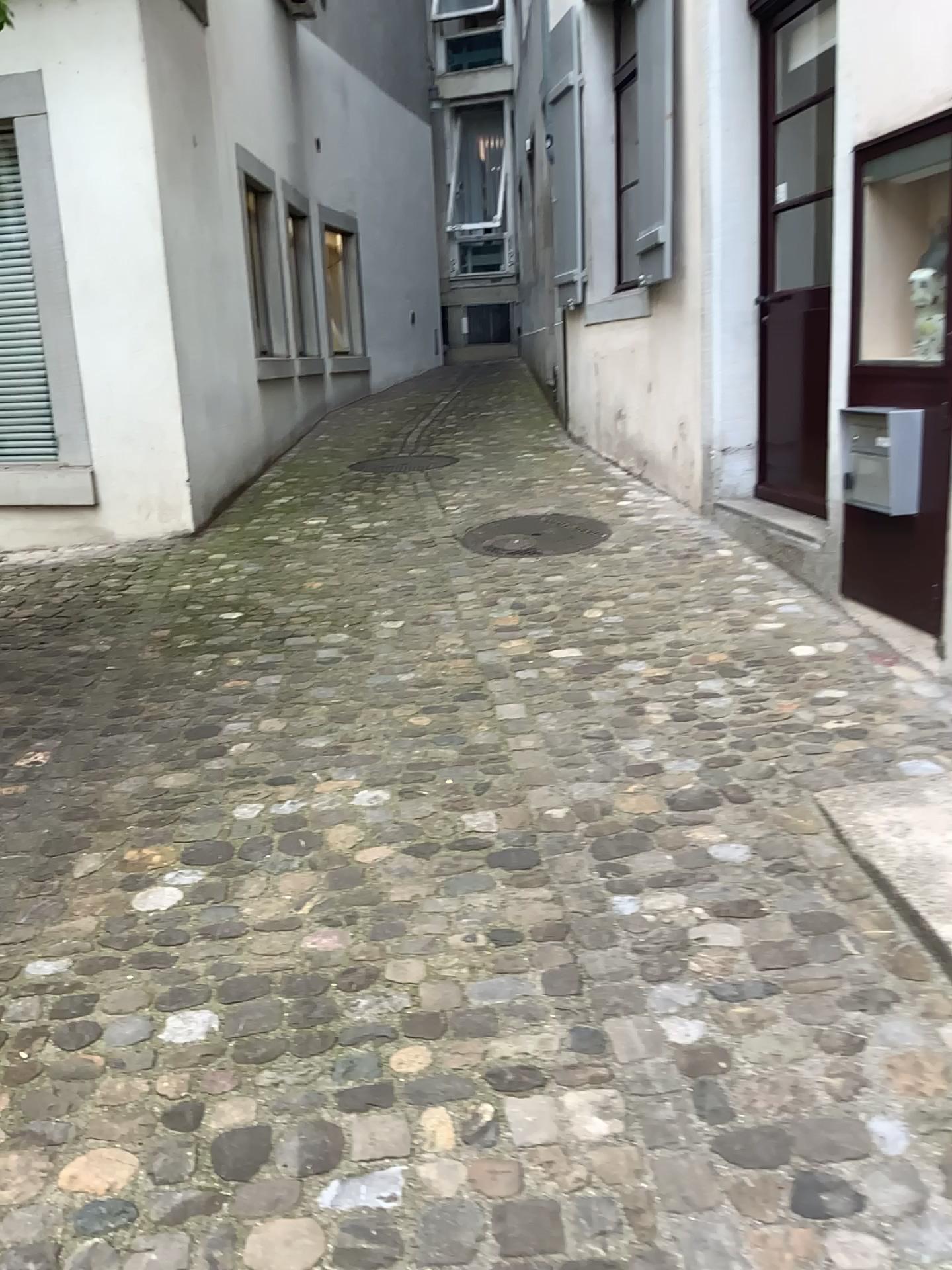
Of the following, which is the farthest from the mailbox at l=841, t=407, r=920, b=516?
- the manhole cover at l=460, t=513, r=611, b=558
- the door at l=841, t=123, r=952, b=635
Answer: the manhole cover at l=460, t=513, r=611, b=558

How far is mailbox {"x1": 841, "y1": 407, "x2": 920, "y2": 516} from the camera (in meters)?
3.17

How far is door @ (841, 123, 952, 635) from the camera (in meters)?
3.15

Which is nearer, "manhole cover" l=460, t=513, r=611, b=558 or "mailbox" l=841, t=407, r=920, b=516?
"mailbox" l=841, t=407, r=920, b=516

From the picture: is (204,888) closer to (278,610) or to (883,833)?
(883,833)

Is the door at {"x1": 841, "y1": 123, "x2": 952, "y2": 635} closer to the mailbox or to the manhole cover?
the mailbox

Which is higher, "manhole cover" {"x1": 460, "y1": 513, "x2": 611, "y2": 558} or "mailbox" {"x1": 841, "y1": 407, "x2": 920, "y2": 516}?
"mailbox" {"x1": 841, "y1": 407, "x2": 920, "y2": 516}

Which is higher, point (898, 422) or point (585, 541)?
point (898, 422)

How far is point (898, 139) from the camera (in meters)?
3.15

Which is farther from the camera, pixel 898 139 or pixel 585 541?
pixel 585 541
